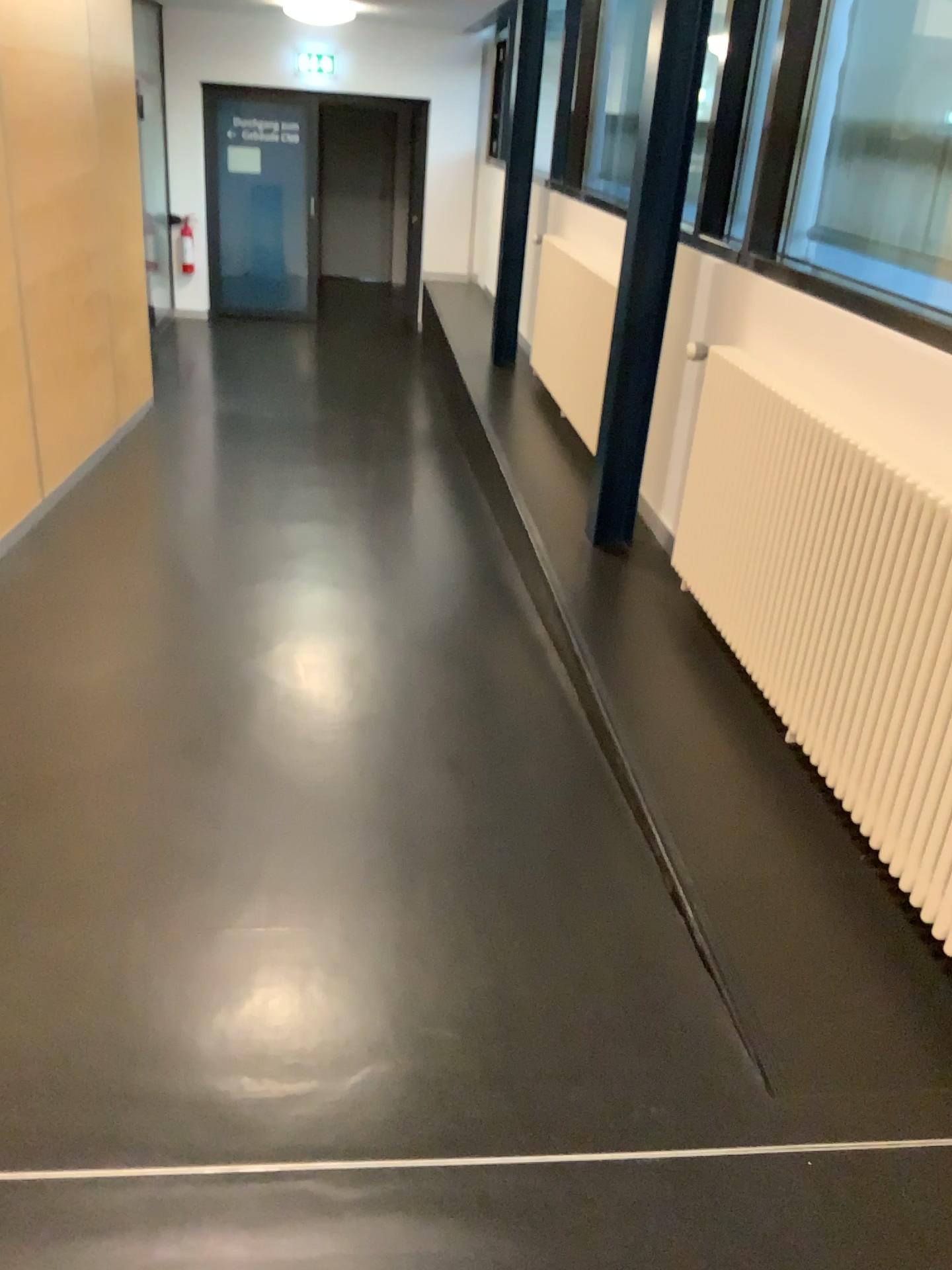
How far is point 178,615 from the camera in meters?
3.7
